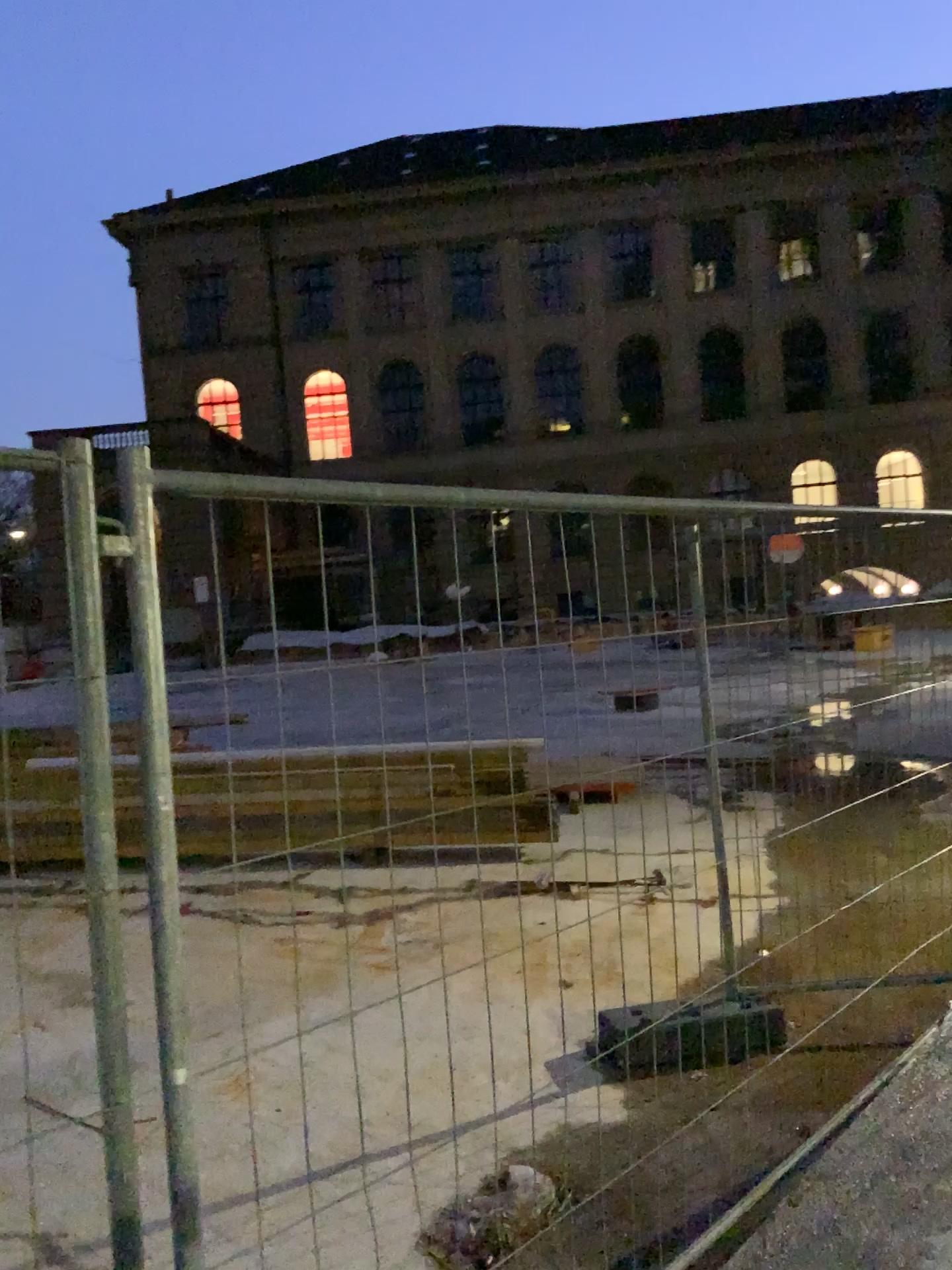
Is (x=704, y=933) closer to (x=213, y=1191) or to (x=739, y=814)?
(x=739, y=814)
